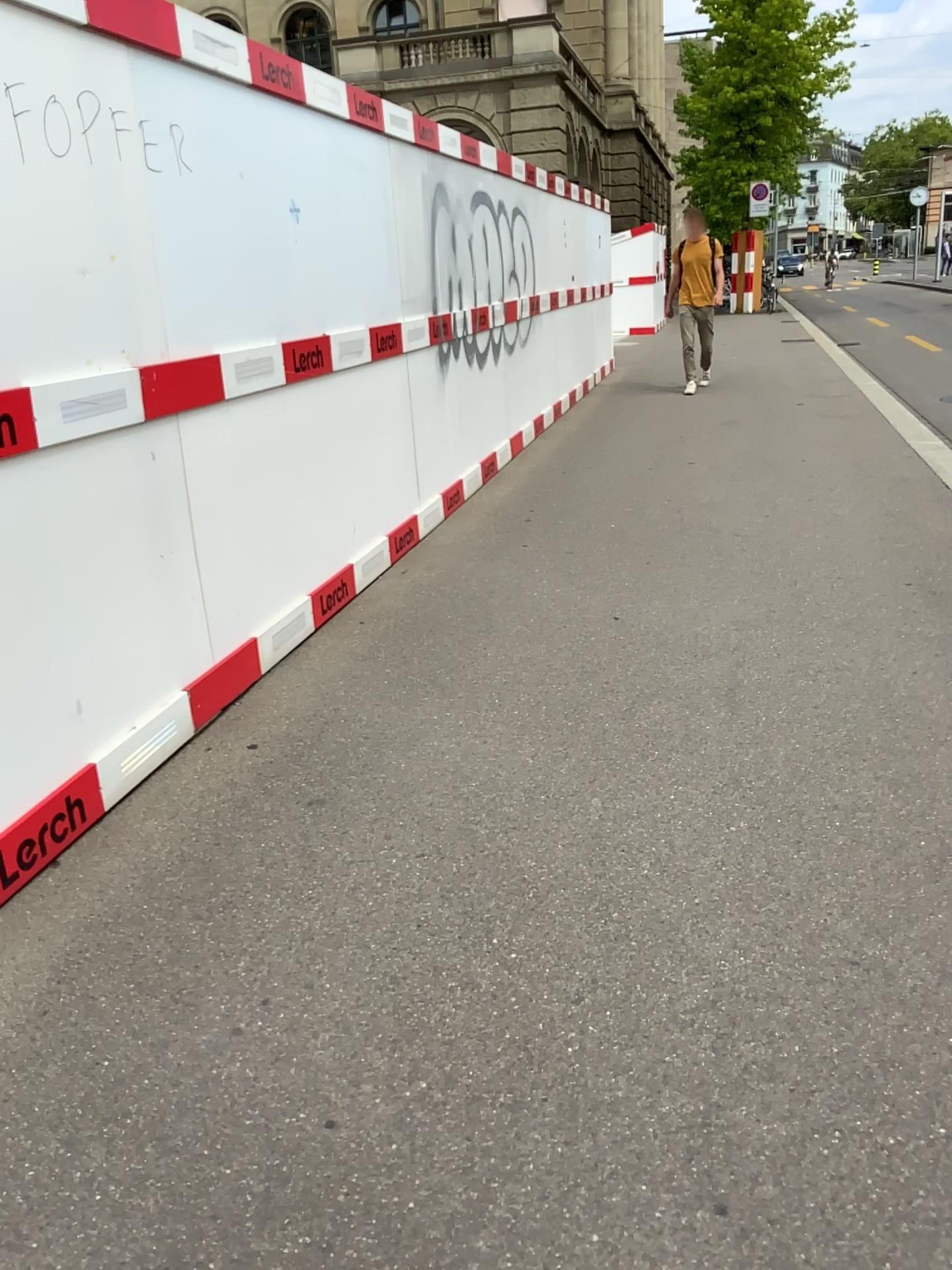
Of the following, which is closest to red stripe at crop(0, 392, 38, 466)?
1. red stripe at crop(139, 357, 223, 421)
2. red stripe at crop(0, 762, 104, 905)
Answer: red stripe at crop(139, 357, 223, 421)

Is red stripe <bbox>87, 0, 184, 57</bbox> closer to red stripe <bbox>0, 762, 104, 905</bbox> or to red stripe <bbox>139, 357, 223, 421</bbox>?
red stripe <bbox>139, 357, 223, 421</bbox>

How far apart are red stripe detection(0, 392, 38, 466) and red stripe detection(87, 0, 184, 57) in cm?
107

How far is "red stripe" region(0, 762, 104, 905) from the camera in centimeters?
245cm

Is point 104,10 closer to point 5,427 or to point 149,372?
point 149,372

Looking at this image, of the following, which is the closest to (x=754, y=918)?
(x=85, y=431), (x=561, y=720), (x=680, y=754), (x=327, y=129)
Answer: (x=680, y=754)

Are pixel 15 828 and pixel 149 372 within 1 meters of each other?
no

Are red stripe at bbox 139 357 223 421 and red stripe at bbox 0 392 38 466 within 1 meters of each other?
yes

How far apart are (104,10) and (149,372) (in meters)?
0.93

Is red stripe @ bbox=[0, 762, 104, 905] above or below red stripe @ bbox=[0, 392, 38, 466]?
below
